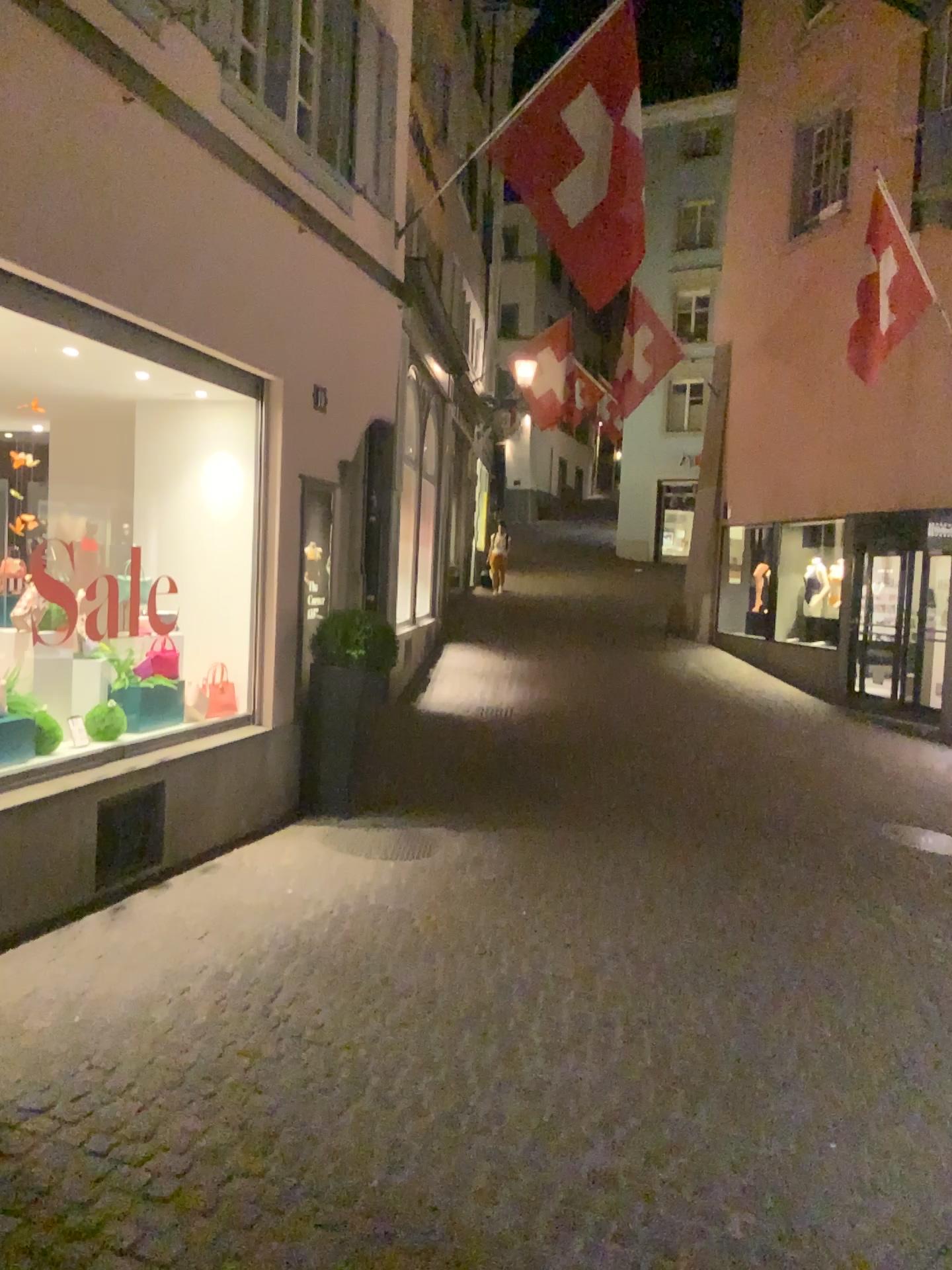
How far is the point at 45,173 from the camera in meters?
4.2 m
